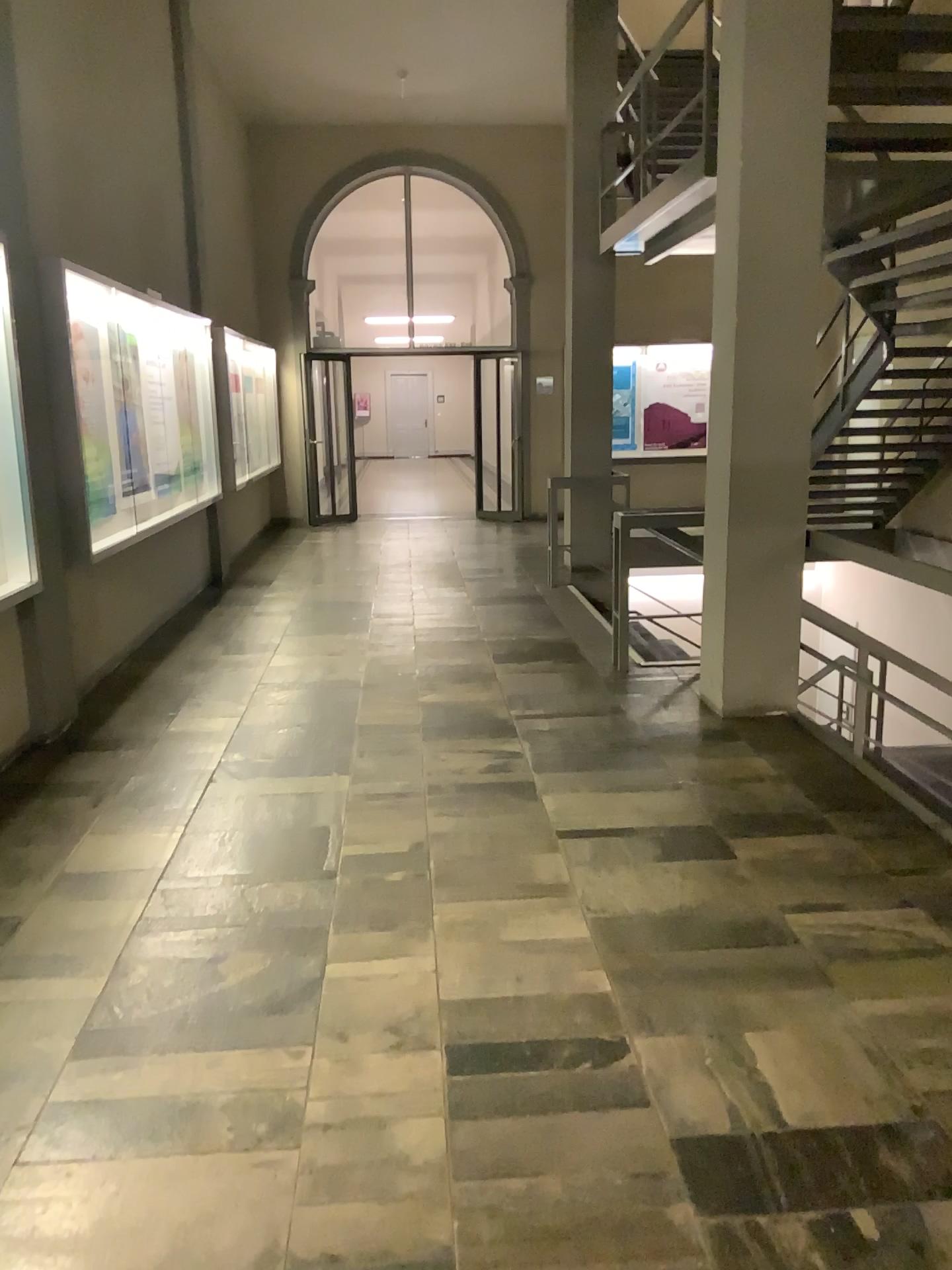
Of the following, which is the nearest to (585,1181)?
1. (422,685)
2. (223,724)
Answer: (223,724)
